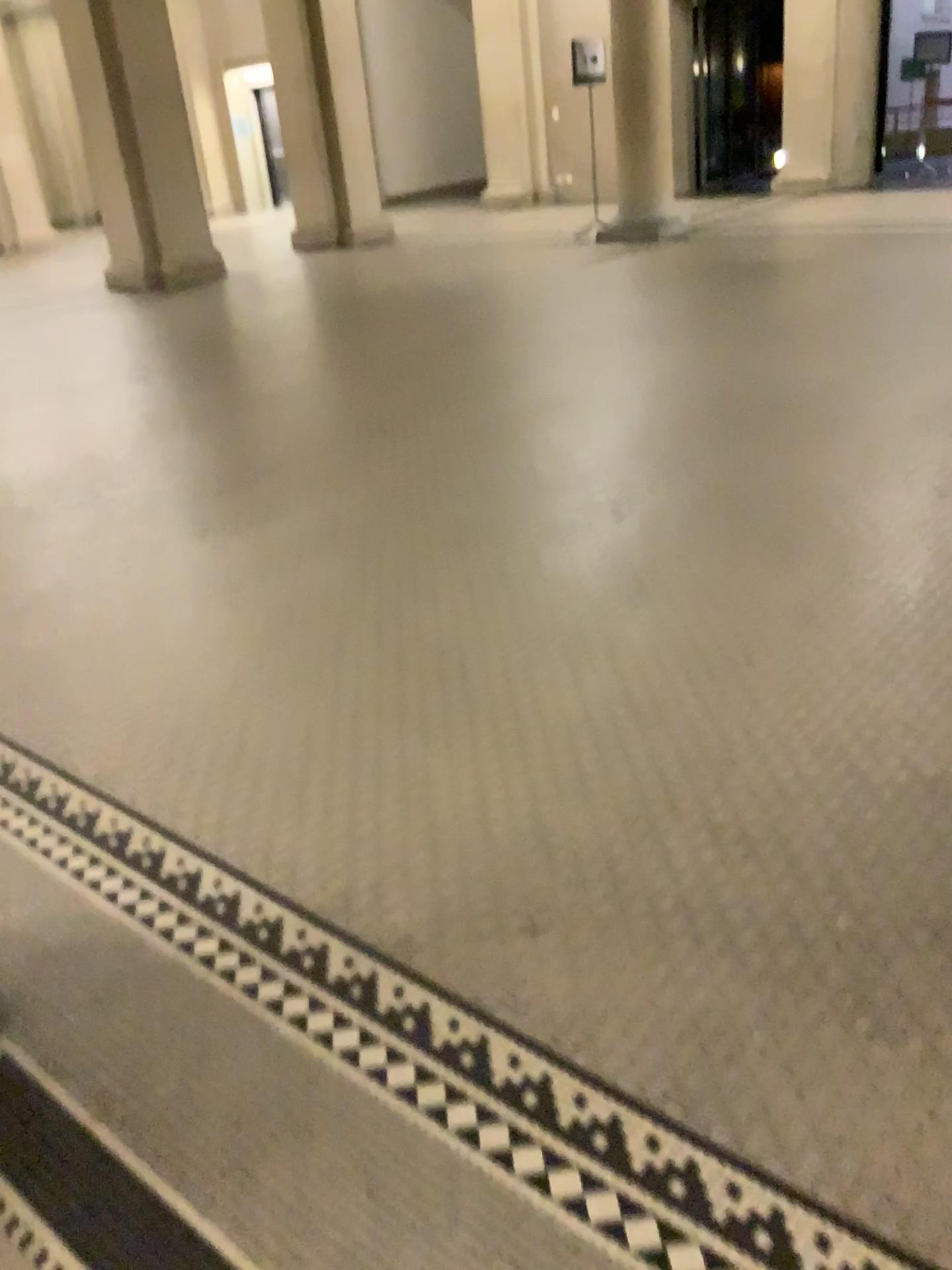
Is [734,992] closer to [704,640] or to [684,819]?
[684,819]
